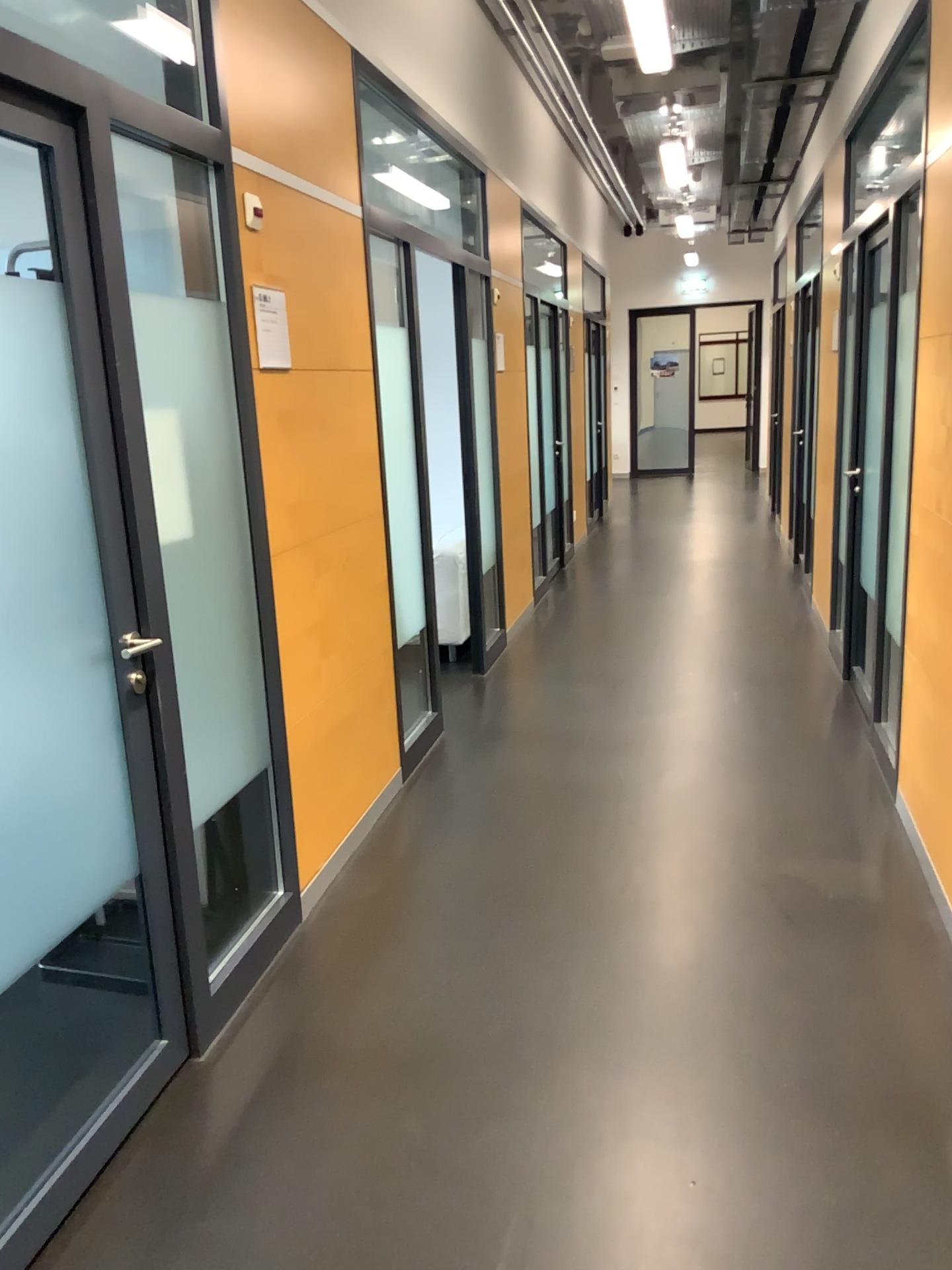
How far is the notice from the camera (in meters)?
2.82

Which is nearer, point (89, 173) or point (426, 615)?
point (89, 173)

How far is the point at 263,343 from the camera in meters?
2.8

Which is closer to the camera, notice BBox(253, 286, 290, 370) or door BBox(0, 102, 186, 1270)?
door BBox(0, 102, 186, 1270)

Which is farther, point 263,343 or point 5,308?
point 263,343
